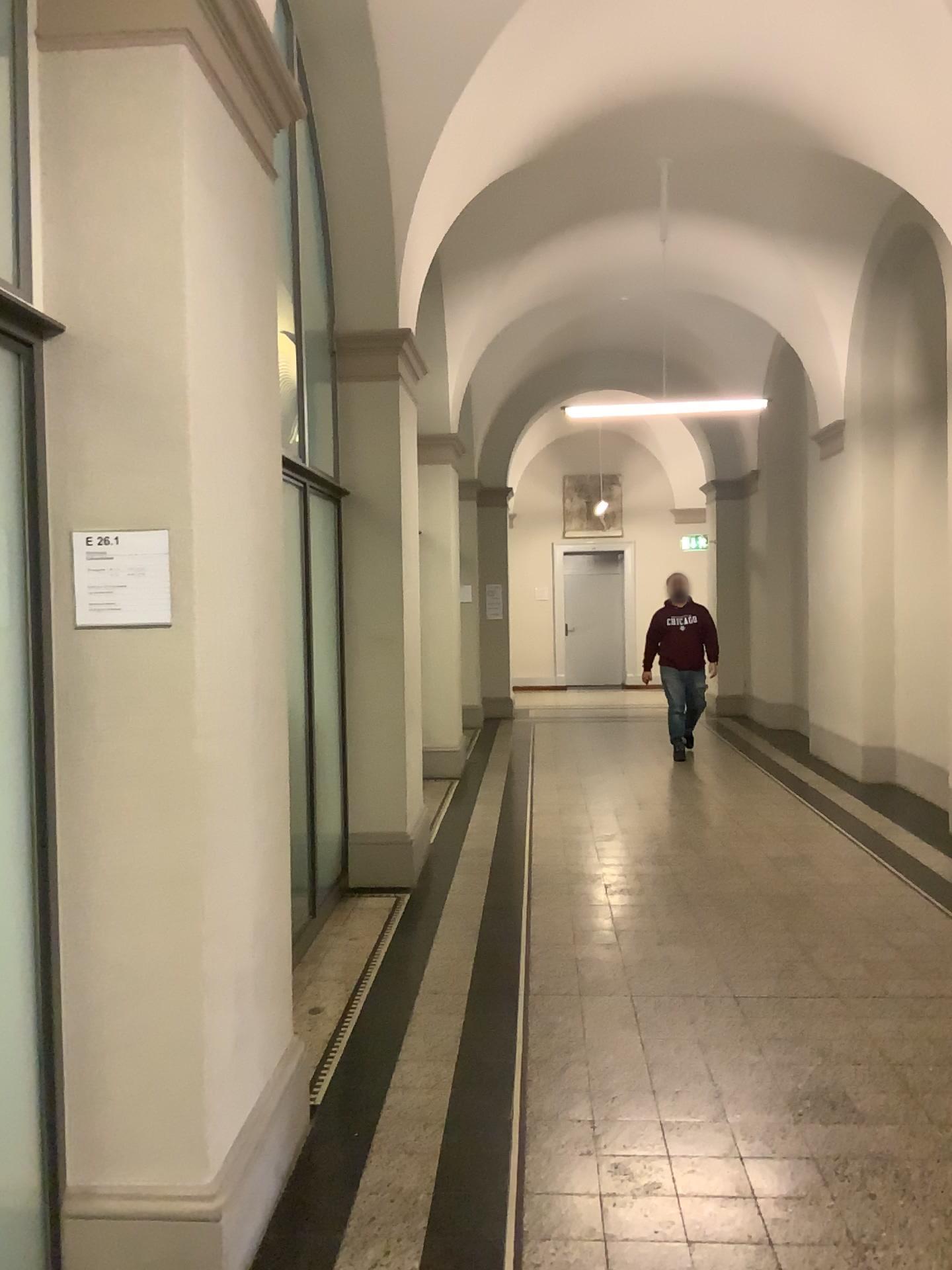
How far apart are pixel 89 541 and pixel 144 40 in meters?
1.1 m

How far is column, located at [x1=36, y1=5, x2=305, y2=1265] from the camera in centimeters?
228cm

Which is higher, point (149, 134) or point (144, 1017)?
point (149, 134)

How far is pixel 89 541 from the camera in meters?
2.3

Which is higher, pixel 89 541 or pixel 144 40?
pixel 144 40

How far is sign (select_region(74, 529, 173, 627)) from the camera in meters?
2.3 m
